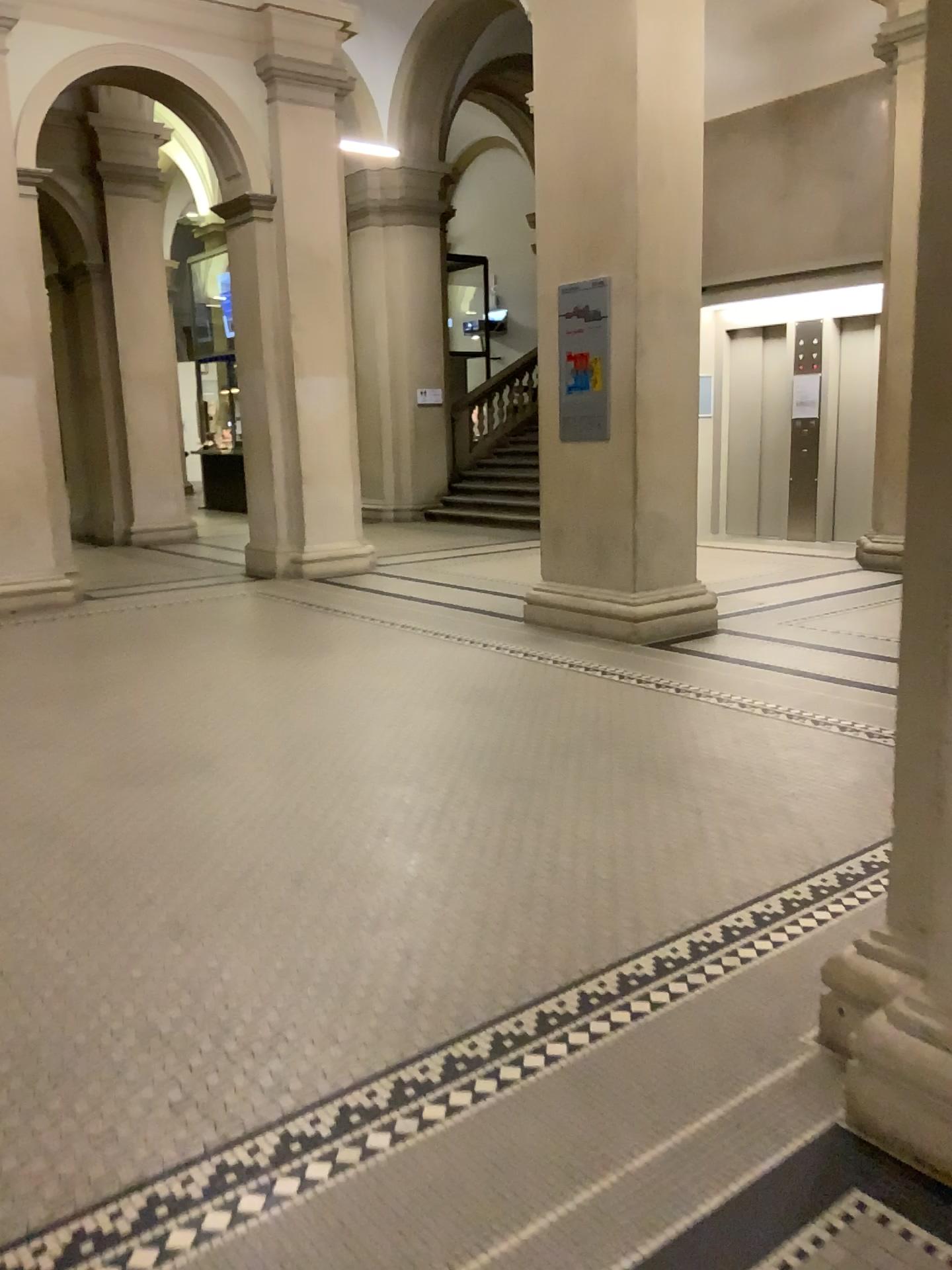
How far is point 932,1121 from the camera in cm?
179

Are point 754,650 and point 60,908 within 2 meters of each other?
no

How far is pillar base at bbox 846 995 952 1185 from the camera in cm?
179
